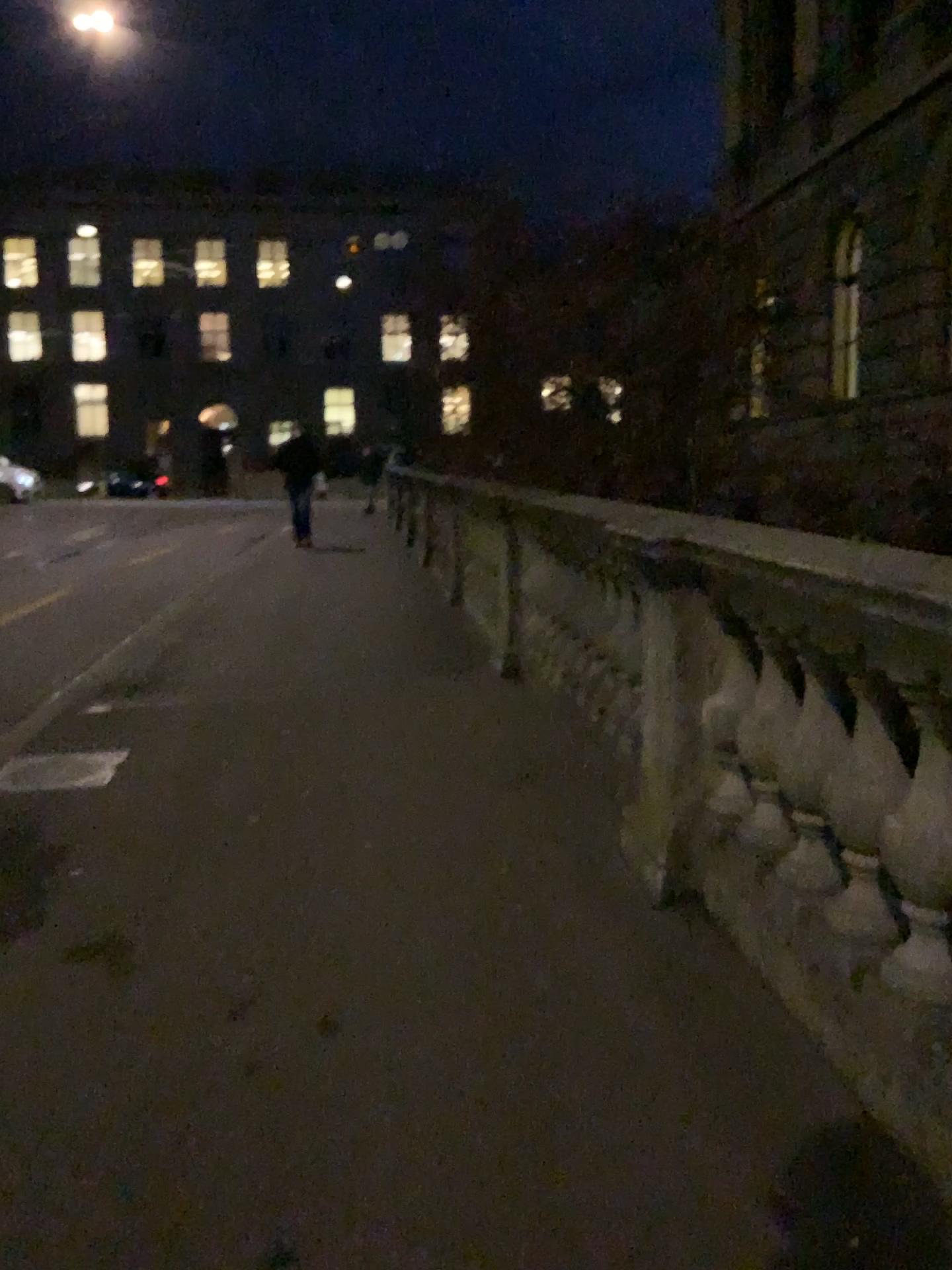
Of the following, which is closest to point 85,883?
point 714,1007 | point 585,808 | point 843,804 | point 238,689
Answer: point 585,808
